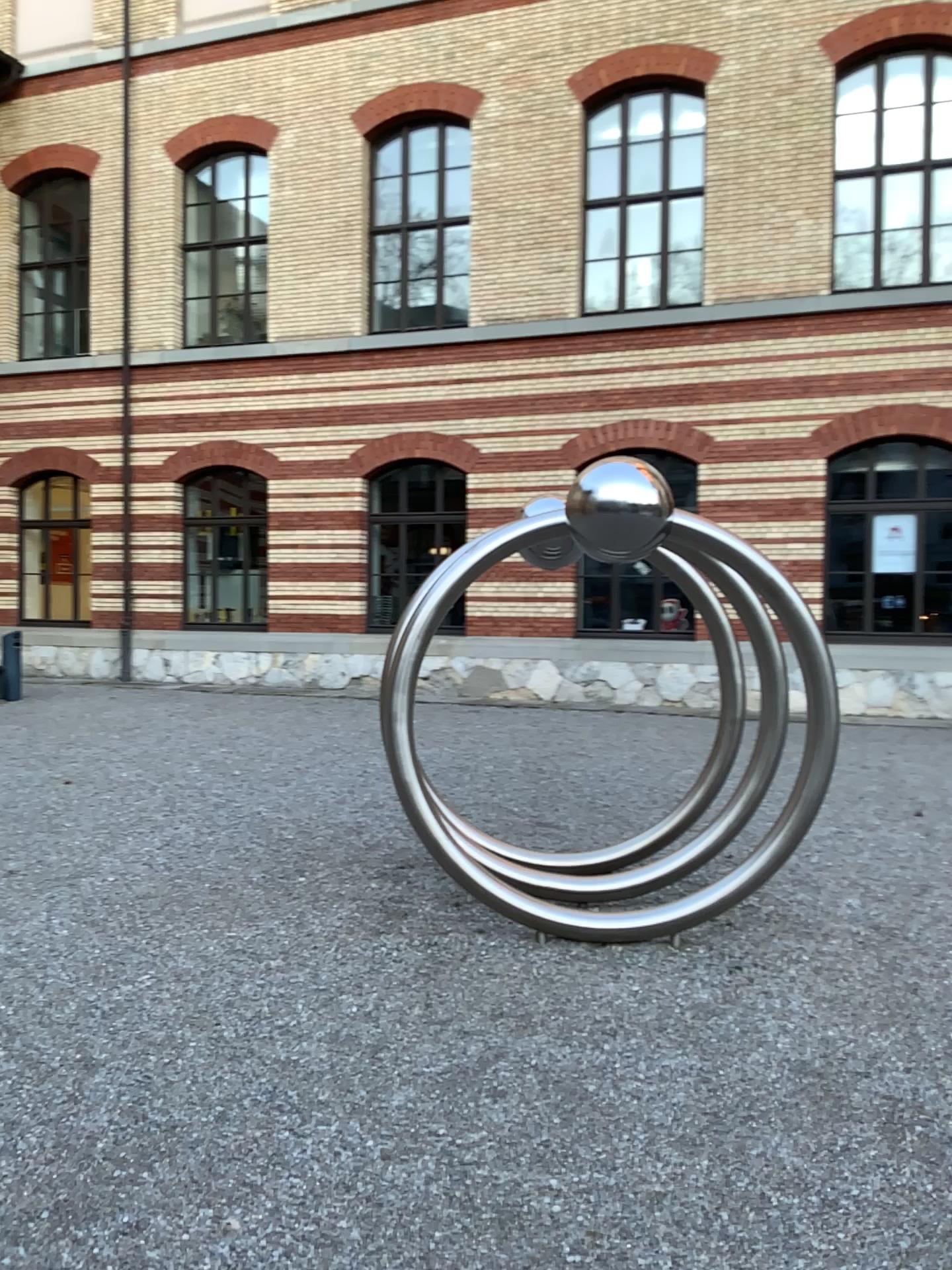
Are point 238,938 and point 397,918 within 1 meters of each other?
yes
